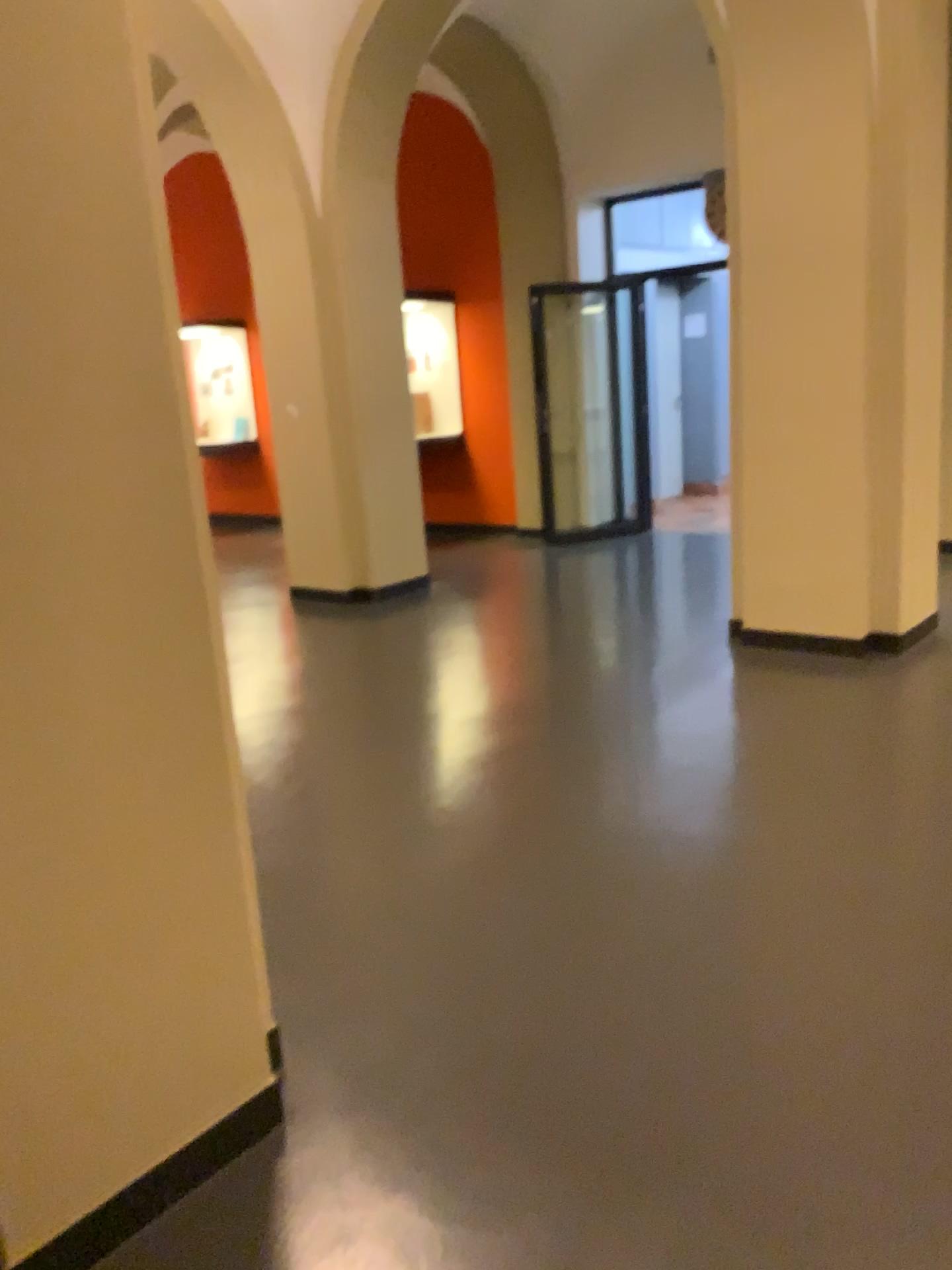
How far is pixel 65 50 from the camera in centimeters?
156cm

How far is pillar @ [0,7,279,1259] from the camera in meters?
1.6

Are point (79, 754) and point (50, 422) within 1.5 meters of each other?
yes
